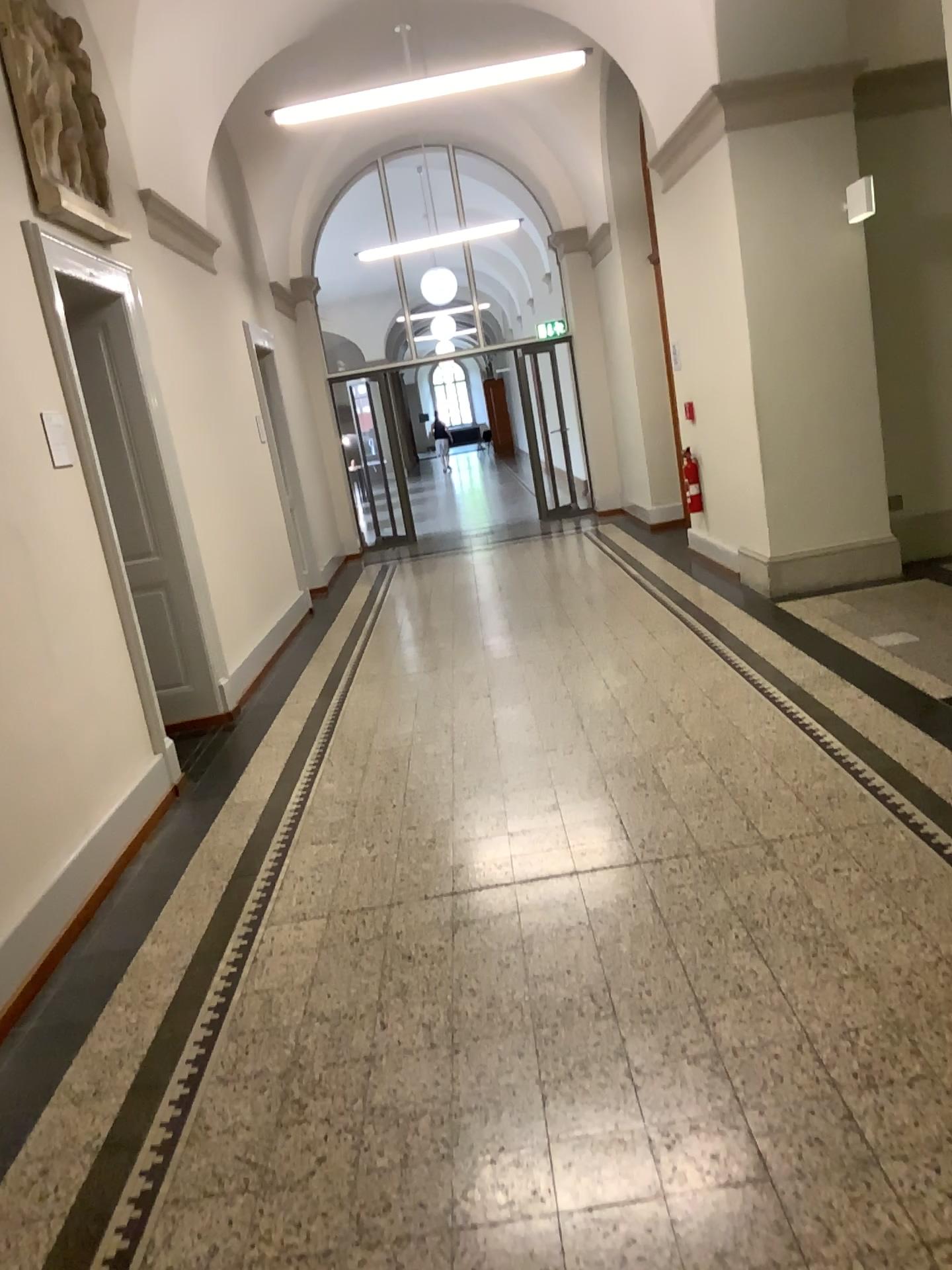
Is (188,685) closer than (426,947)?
No
